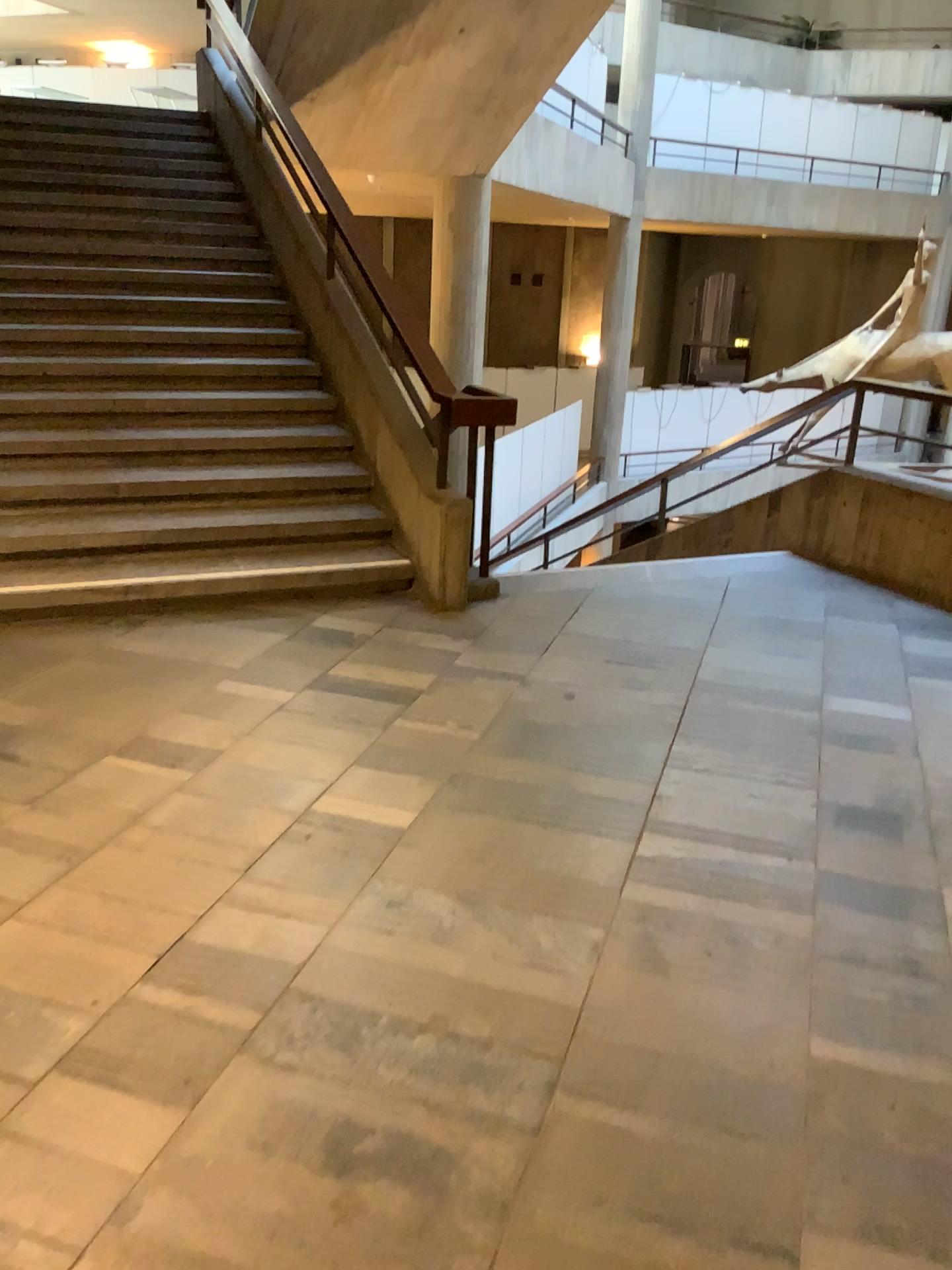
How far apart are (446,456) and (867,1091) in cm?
326
